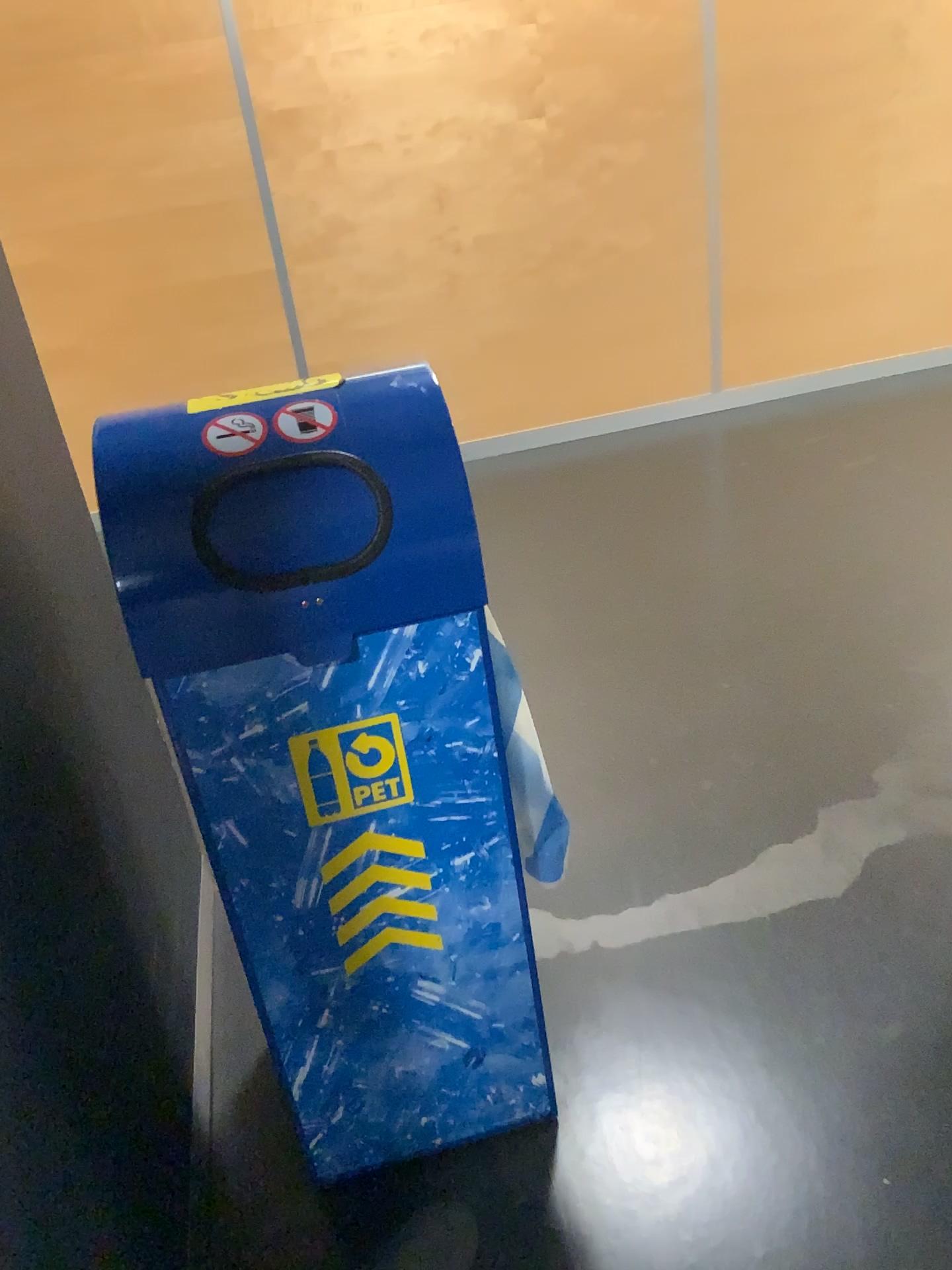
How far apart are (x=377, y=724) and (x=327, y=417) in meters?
0.3 m

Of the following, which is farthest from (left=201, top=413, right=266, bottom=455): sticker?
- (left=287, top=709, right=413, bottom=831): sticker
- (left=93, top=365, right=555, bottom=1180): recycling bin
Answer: (left=287, top=709, right=413, bottom=831): sticker

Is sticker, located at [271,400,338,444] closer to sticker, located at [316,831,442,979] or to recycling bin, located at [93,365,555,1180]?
recycling bin, located at [93,365,555,1180]

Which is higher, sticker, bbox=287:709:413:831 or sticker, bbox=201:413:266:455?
sticker, bbox=201:413:266:455

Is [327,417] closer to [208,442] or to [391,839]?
[208,442]

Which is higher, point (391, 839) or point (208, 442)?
point (208, 442)

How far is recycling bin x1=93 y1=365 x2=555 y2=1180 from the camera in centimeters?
110cm

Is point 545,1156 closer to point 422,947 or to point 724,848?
point 422,947

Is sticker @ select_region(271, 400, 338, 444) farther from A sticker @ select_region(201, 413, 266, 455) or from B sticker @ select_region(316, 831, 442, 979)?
B sticker @ select_region(316, 831, 442, 979)

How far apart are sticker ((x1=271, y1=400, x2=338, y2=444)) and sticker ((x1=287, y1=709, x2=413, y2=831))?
0.33m
